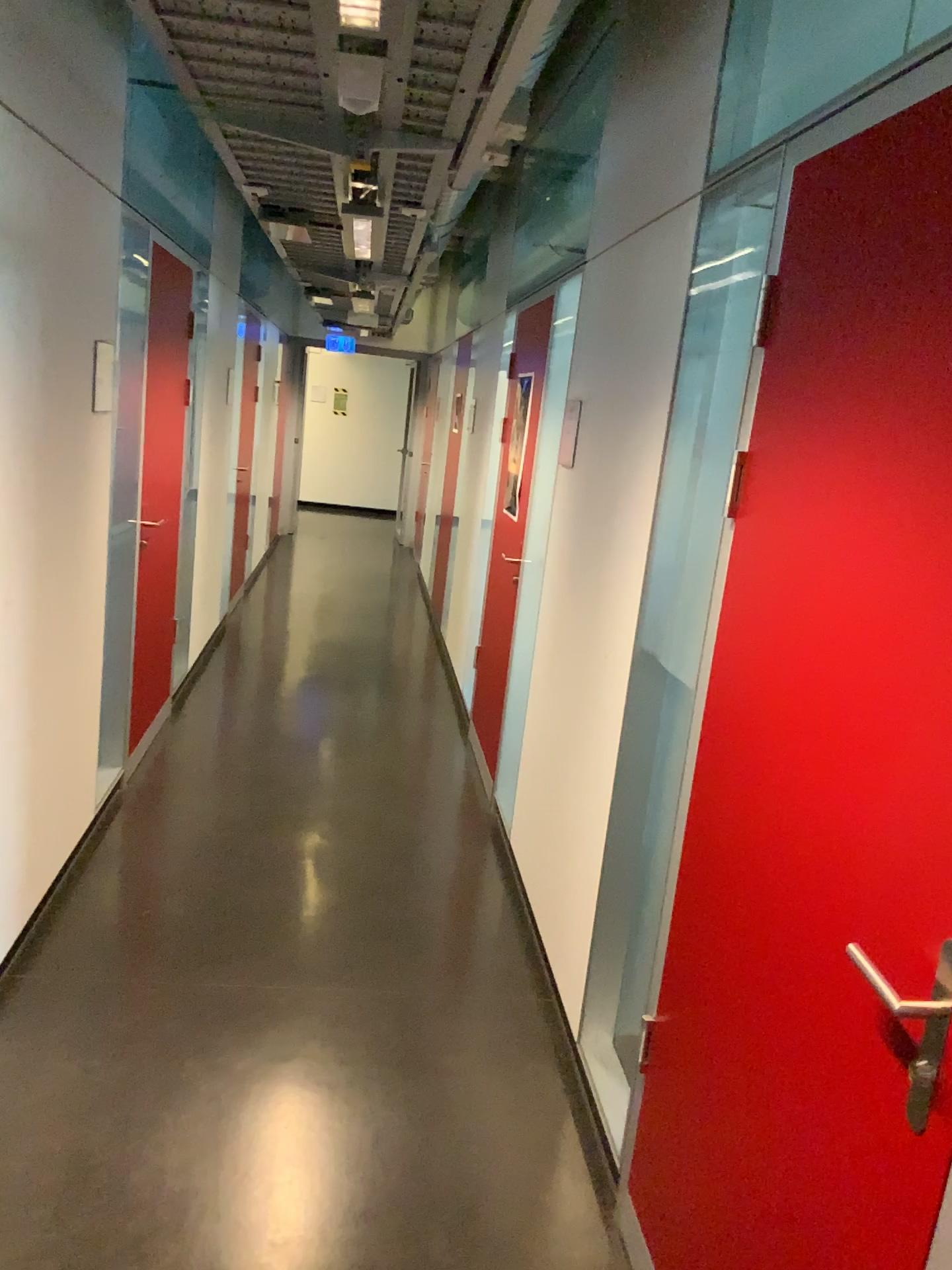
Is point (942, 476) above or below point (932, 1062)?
above

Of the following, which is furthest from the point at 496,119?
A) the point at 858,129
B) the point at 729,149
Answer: the point at 858,129
